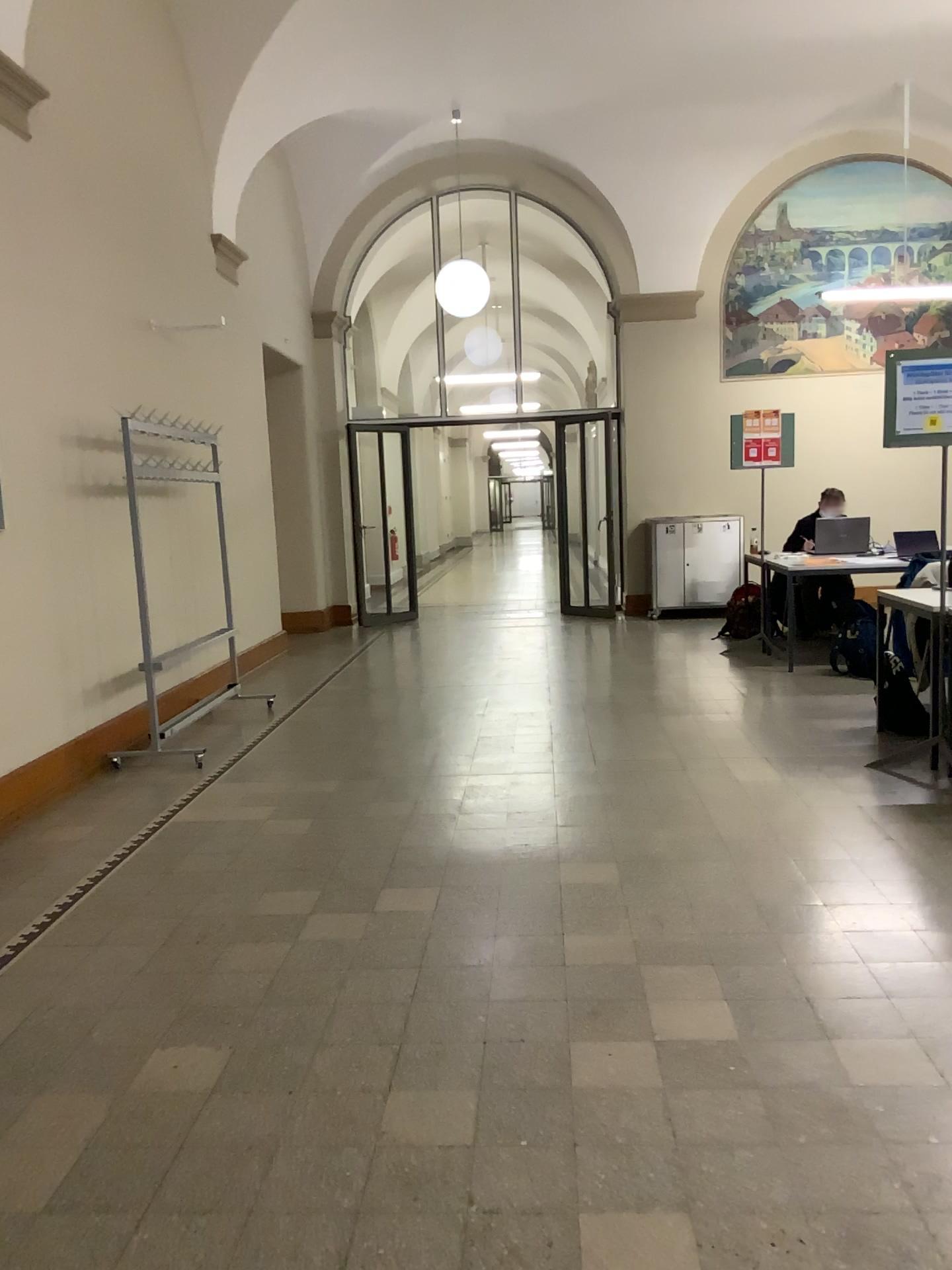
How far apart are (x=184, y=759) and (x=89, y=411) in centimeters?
179cm
